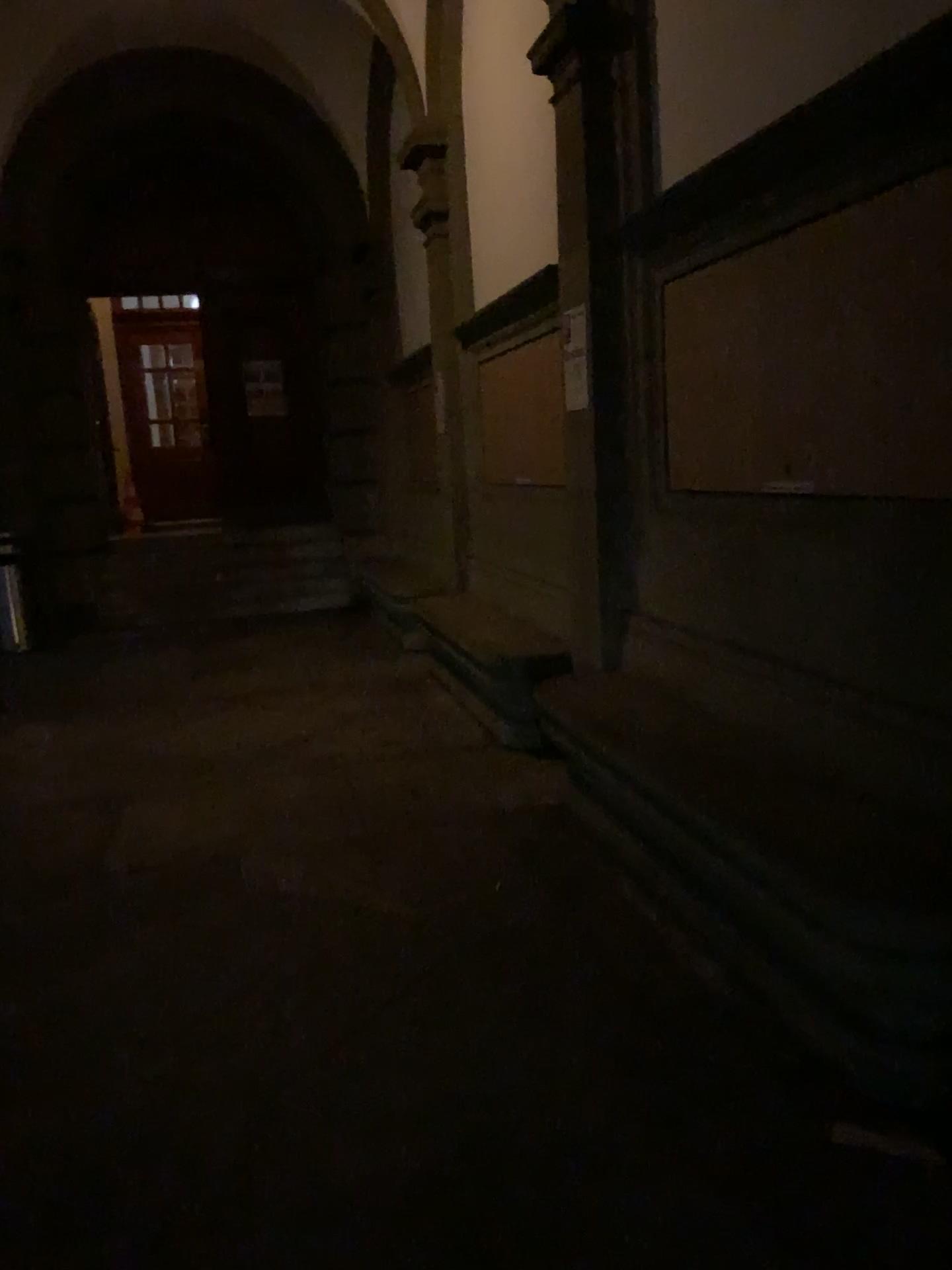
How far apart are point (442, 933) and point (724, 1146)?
1.21m
